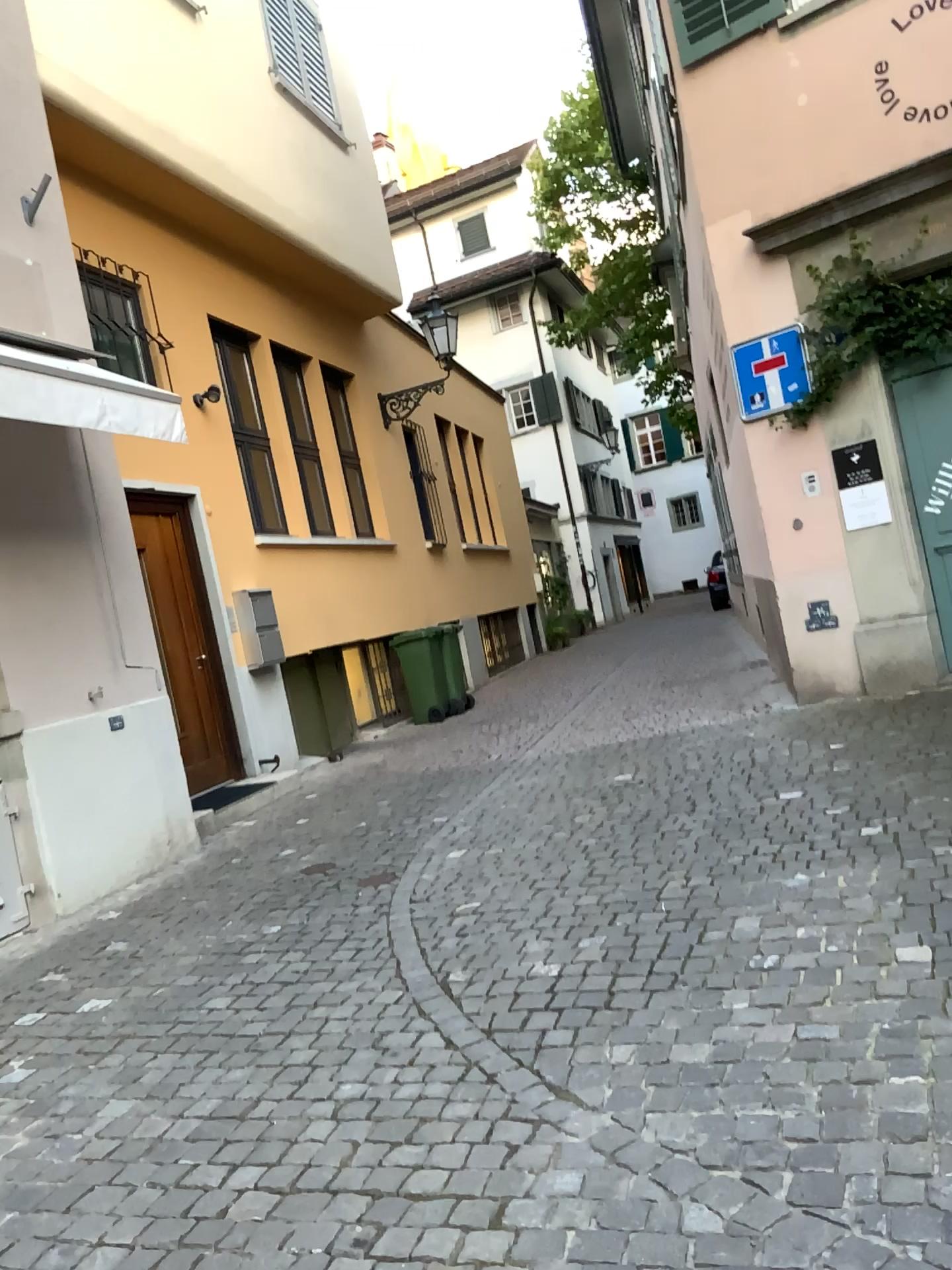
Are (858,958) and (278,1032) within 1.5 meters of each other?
no
